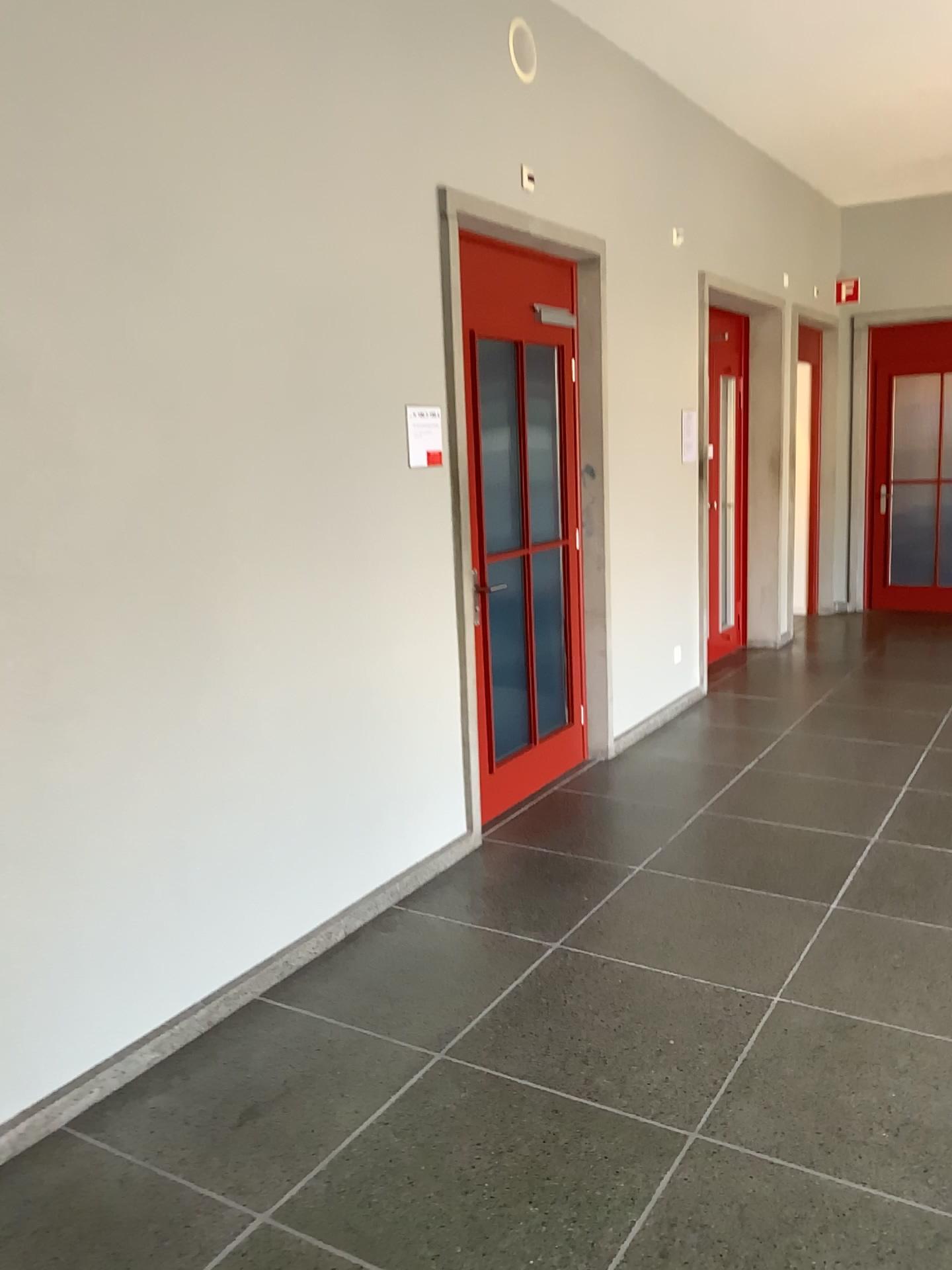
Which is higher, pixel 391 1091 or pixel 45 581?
pixel 45 581

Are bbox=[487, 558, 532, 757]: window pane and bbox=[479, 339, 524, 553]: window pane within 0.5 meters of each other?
yes

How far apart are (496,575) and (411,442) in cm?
→ 83

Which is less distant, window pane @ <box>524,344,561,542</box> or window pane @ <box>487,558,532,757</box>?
window pane @ <box>487,558,532,757</box>

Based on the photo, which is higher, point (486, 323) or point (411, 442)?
point (486, 323)

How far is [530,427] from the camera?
4.7 meters

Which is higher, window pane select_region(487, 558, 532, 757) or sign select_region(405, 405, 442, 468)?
sign select_region(405, 405, 442, 468)

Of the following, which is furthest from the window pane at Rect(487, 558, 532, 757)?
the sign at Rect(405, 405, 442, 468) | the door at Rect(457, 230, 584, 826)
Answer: the sign at Rect(405, 405, 442, 468)

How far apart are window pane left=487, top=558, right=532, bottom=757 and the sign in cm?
64

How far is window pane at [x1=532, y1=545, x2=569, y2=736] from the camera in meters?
4.8 m
